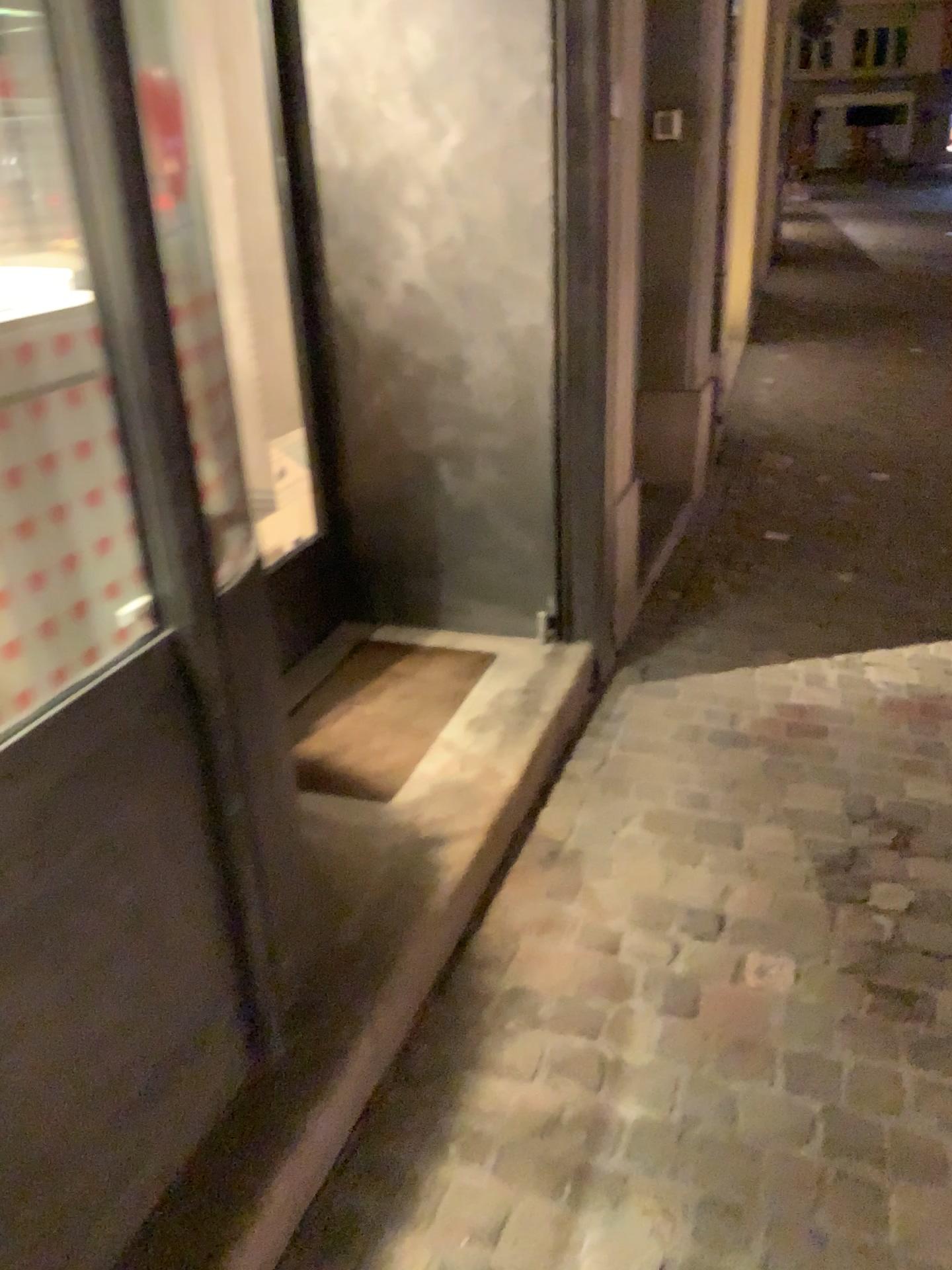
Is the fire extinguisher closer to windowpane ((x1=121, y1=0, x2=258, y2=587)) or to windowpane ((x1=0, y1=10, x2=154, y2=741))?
windowpane ((x1=121, y1=0, x2=258, y2=587))

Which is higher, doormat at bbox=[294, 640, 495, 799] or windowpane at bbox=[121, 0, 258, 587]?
windowpane at bbox=[121, 0, 258, 587]

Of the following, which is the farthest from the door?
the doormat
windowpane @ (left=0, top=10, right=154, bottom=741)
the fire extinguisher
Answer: the fire extinguisher

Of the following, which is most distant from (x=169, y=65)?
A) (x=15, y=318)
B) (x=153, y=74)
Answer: (x=15, y=318)

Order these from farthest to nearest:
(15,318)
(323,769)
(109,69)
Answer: (323,769) < (15,318) < (109,69)

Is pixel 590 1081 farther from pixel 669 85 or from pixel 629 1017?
pixel 669 85

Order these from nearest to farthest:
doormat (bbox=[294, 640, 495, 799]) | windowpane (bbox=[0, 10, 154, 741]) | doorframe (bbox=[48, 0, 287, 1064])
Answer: doorframe (bbox=[48, 0, 287, 1064]), windowpane (bbox=[0, 10, 154, 741]), doormat (bbox=[294, 640, 495, 799])

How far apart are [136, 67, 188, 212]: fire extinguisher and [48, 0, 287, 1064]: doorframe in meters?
1.4

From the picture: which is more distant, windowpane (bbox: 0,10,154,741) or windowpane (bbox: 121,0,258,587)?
windowpane (bbox: 121,0,258,587)

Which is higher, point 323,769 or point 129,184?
point 129,184
